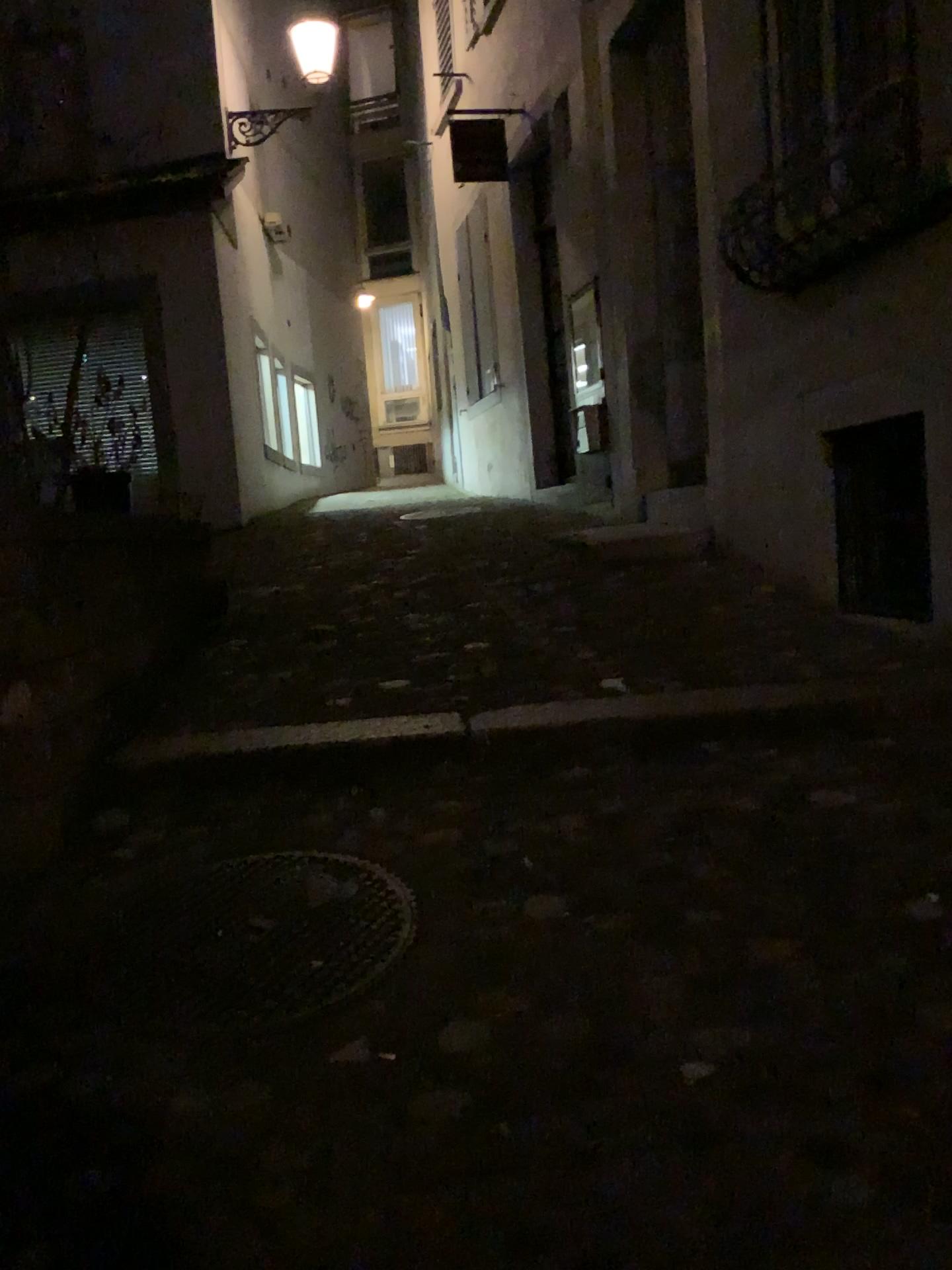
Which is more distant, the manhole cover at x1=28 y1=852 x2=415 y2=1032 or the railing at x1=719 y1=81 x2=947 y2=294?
the railing at x1=719 y1=81 x2=947 y2=294

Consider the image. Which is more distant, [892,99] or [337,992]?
[892,99]

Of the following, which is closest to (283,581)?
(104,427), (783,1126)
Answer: (104,427)

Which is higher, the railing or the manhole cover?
the railing

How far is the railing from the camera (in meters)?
3.44

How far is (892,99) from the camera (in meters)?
3.44

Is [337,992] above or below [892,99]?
below
